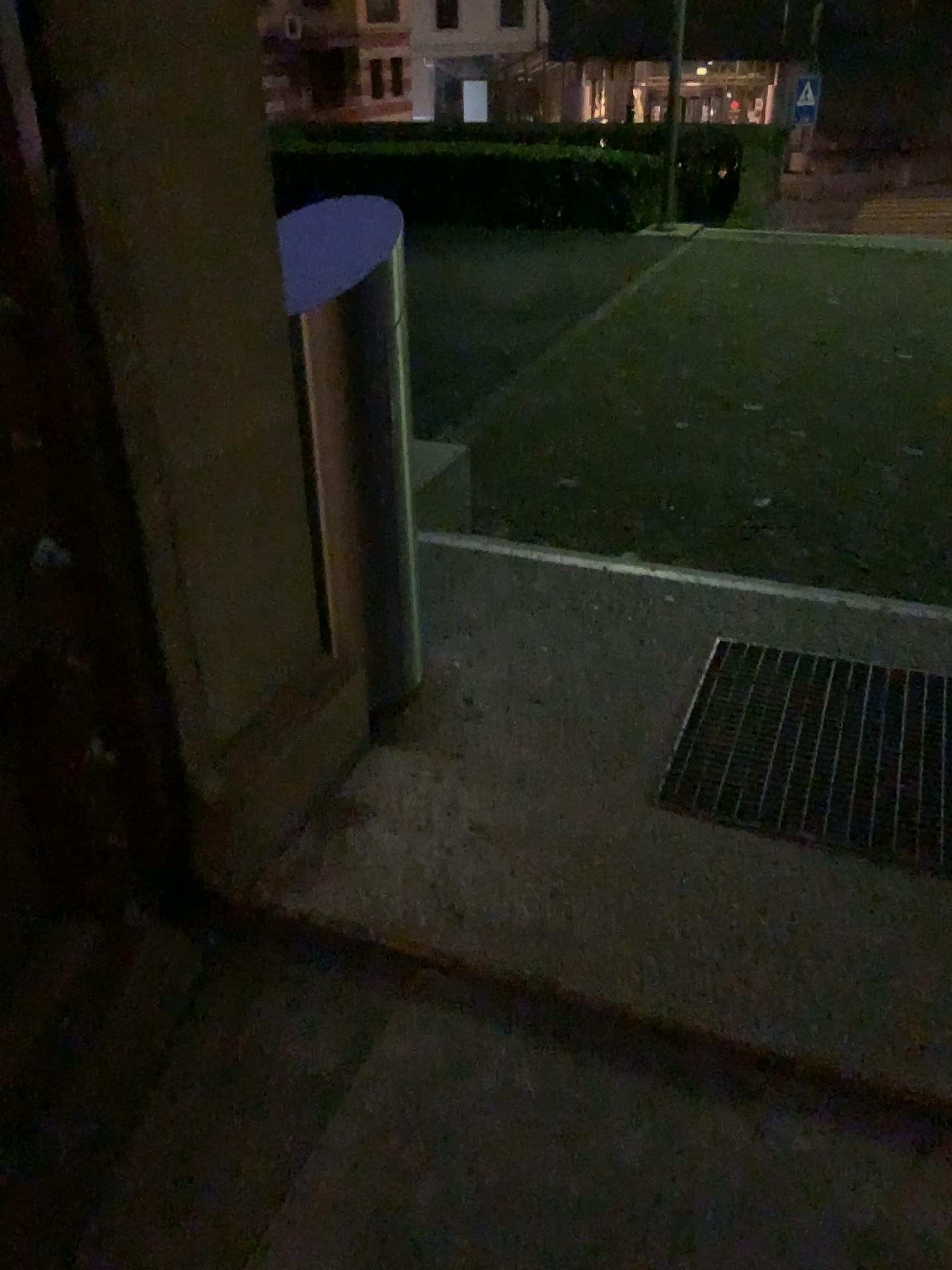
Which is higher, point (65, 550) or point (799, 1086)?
point (65, 550)

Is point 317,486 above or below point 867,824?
above
